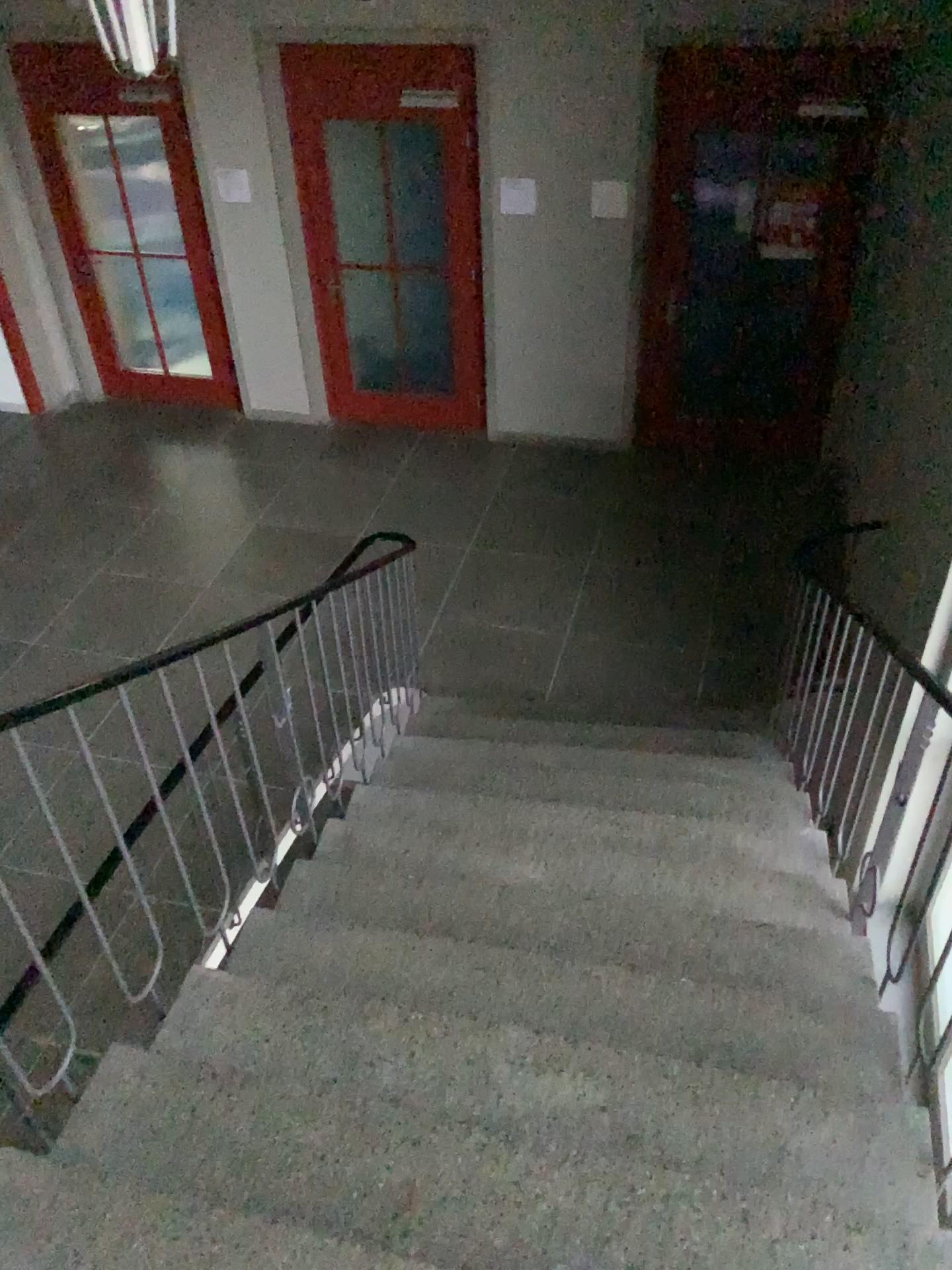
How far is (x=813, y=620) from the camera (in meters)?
4.27
